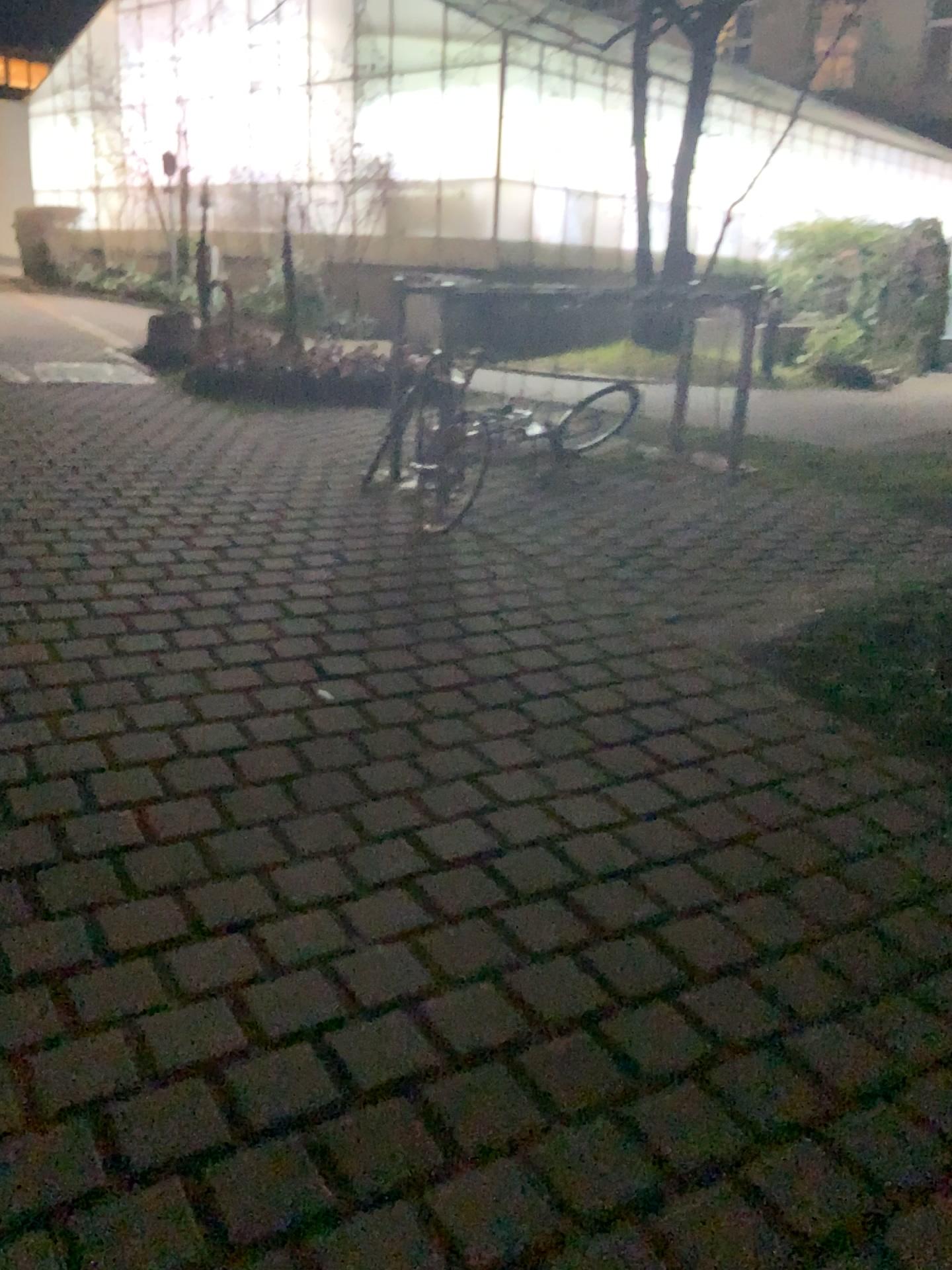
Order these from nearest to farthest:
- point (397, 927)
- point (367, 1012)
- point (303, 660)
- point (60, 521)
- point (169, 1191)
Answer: point (169, 1191), point (367, 1012), point (397, 927), point (303, 660), point (60, 521)
